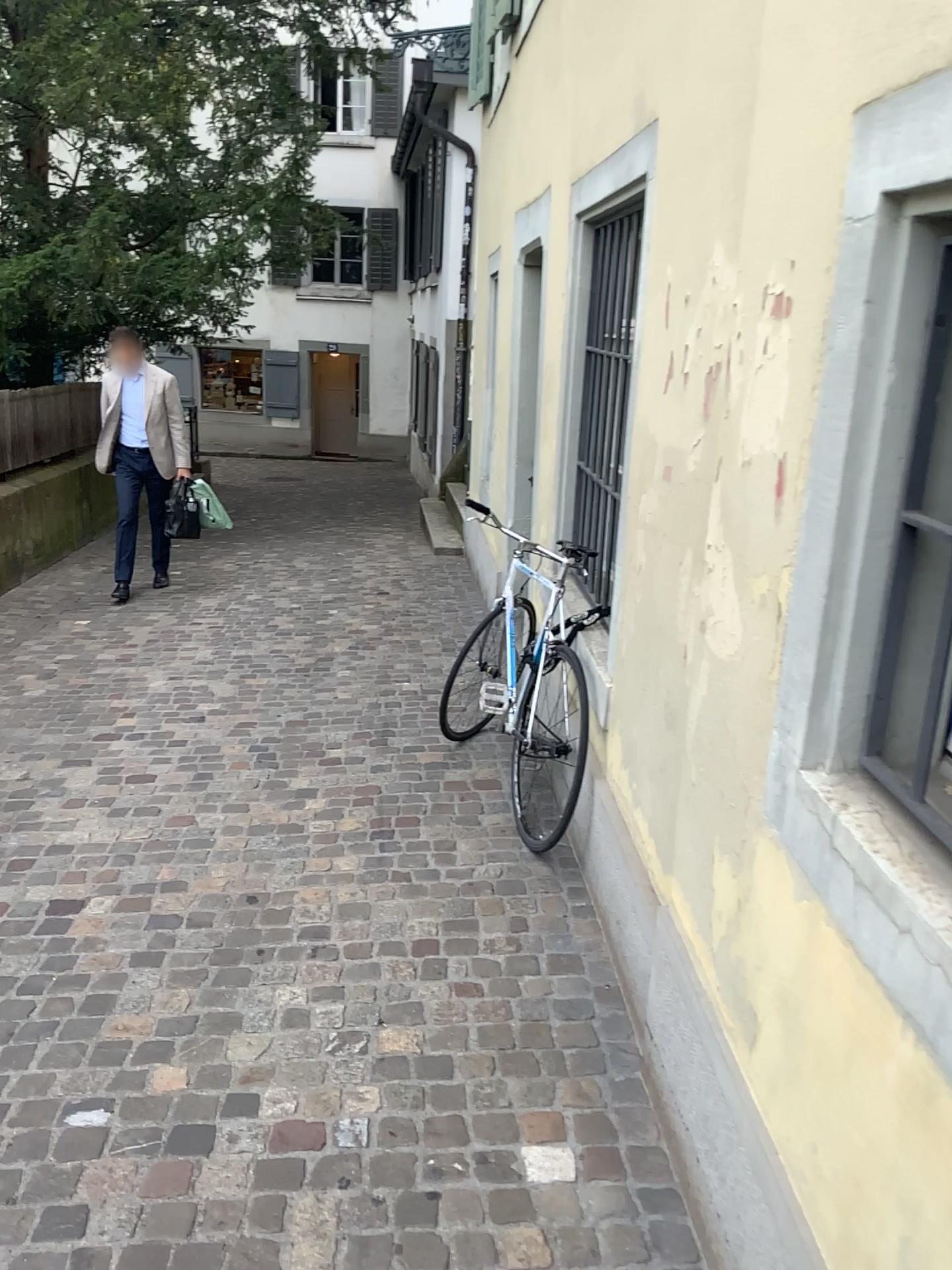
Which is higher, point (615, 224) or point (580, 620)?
point (615, 224)

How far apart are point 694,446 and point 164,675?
3.8 meters
